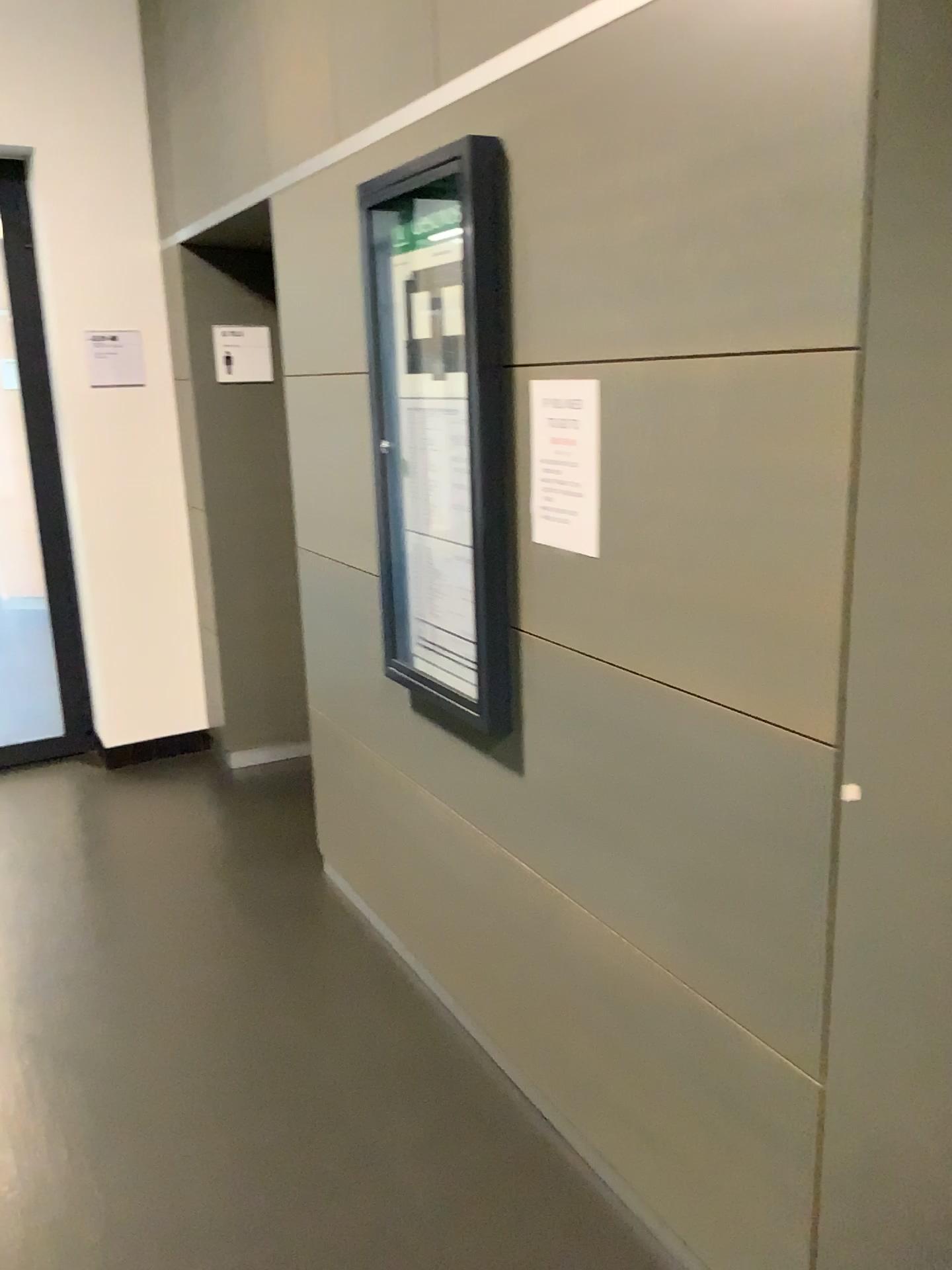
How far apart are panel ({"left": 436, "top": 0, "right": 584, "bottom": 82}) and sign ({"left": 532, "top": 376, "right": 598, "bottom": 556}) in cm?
56

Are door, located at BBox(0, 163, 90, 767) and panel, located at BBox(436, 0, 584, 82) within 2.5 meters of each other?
no

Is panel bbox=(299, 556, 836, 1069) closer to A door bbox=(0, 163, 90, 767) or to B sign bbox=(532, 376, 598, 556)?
B sign bbox=(532, 376, 598, 556)

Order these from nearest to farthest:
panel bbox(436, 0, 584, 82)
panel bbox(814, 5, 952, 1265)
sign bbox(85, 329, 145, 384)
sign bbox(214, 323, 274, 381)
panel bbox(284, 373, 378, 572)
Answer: panel bbox(814, 5, 952, 1265)
panel bbox(436, 0, 584, 82)
panel bbox(284, 373, 378, 572)
sign bbox(214, 323, 274, 381)
sign bbox(85, 329, 145, 384)

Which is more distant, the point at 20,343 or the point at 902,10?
the point at 20,343

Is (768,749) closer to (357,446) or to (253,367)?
(357,446)

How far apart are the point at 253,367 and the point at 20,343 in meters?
1.2

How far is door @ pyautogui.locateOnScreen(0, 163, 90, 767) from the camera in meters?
4.3 m

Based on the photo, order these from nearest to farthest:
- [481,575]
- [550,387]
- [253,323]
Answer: [550,387] < [481,575] < [253,323]

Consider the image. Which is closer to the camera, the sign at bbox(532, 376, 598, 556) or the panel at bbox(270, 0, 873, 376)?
the panel at bbox(270, 0, 873, 376)
